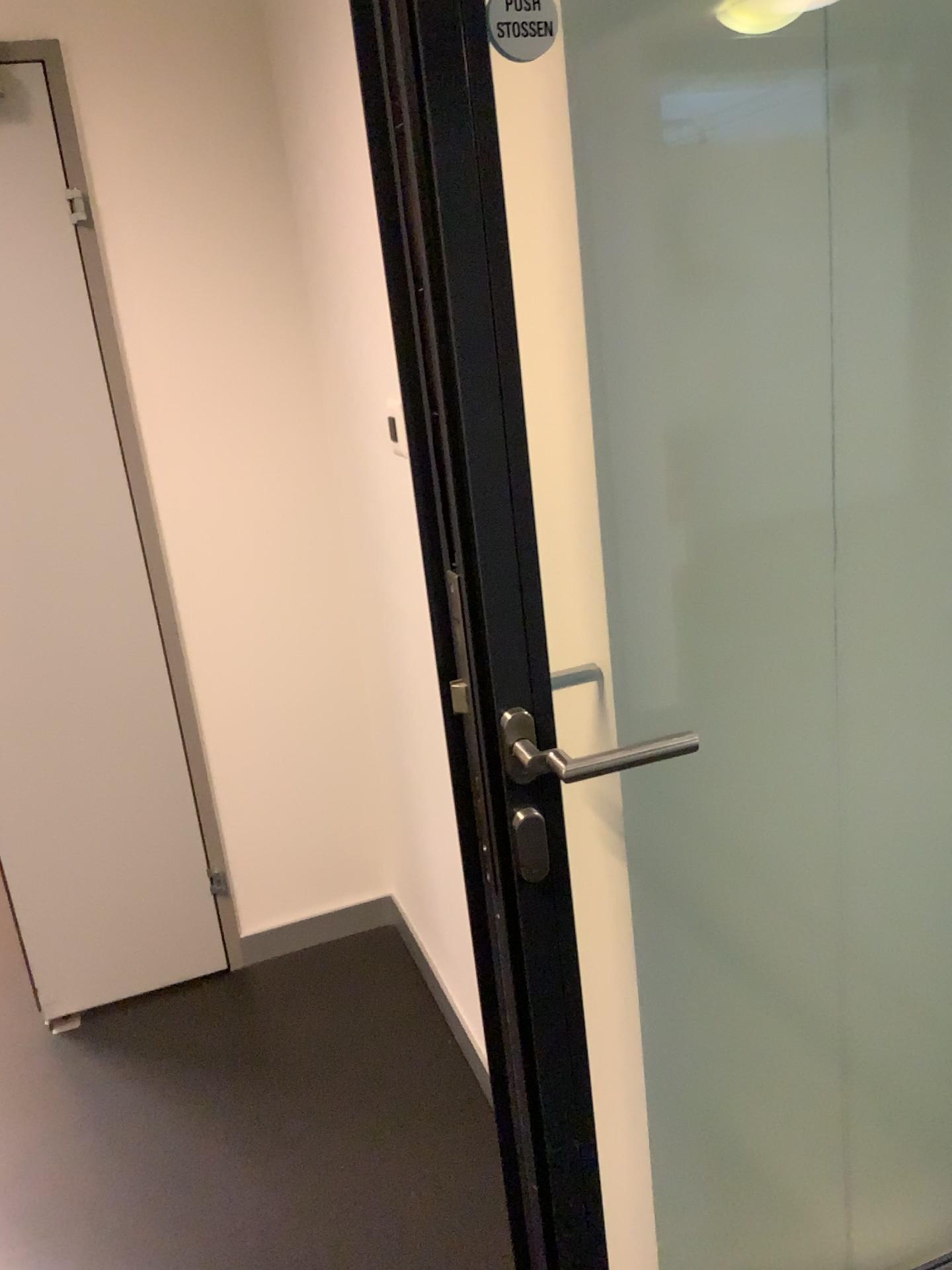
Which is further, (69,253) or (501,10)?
(69,253)

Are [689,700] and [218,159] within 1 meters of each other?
no

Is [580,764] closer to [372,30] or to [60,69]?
[372,30]

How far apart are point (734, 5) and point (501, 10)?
0.3m

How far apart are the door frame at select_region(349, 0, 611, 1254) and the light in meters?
0.3 m

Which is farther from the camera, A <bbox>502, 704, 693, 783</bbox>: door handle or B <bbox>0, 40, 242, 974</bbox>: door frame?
B <bbox>0, 40, 242, 974</bbox>: door frame

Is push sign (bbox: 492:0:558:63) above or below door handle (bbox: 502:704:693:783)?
above

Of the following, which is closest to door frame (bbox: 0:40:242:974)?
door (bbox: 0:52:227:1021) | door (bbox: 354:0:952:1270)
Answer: door (bbox: 0:52:227:1021)

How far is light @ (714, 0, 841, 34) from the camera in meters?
1.0

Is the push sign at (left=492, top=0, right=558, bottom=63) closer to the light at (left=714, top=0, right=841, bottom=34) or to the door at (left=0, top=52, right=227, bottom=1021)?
the light at (left=714, top=0, right=841, bottom=34)
